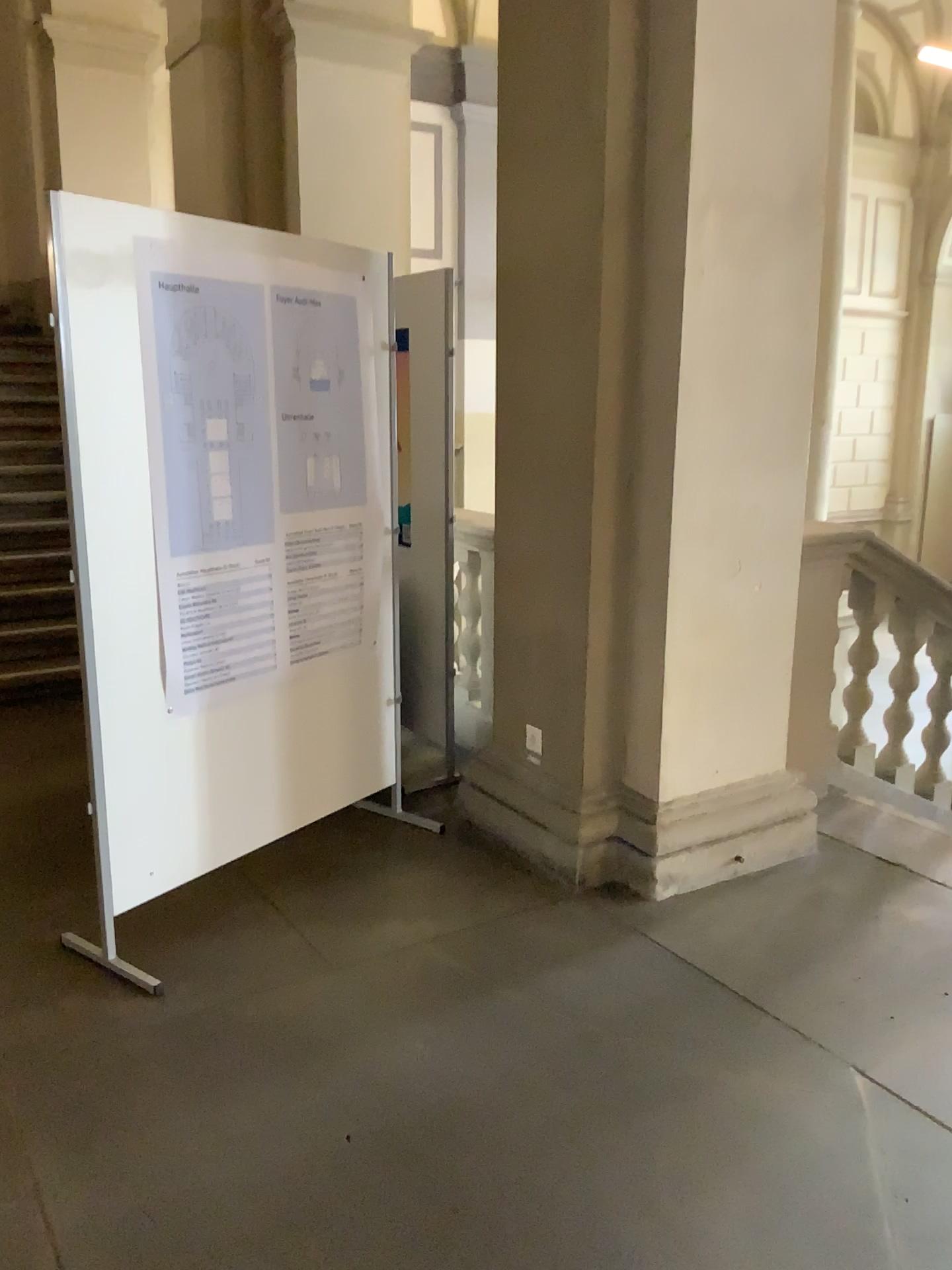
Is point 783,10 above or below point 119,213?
above

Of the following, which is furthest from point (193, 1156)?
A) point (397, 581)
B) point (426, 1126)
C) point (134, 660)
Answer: point (397, 581)

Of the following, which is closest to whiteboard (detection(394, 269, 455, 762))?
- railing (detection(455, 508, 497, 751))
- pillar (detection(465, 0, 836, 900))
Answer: railing (detection(455, 508, 497, 751))

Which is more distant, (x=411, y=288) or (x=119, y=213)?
(x=411, y=288)

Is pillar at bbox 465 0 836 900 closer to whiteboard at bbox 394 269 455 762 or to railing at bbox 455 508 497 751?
railing at bbox 455 508 497 751

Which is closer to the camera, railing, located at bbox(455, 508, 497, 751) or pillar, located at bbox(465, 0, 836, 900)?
pillar, located at bbox(465, 0, 836, 900)

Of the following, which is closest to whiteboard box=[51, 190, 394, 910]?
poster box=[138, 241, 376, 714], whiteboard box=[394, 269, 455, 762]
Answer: poster box=[138, 241, 376, 714]

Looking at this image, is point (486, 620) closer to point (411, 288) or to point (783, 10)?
point (411, 288)

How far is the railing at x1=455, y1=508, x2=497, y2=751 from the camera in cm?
377
